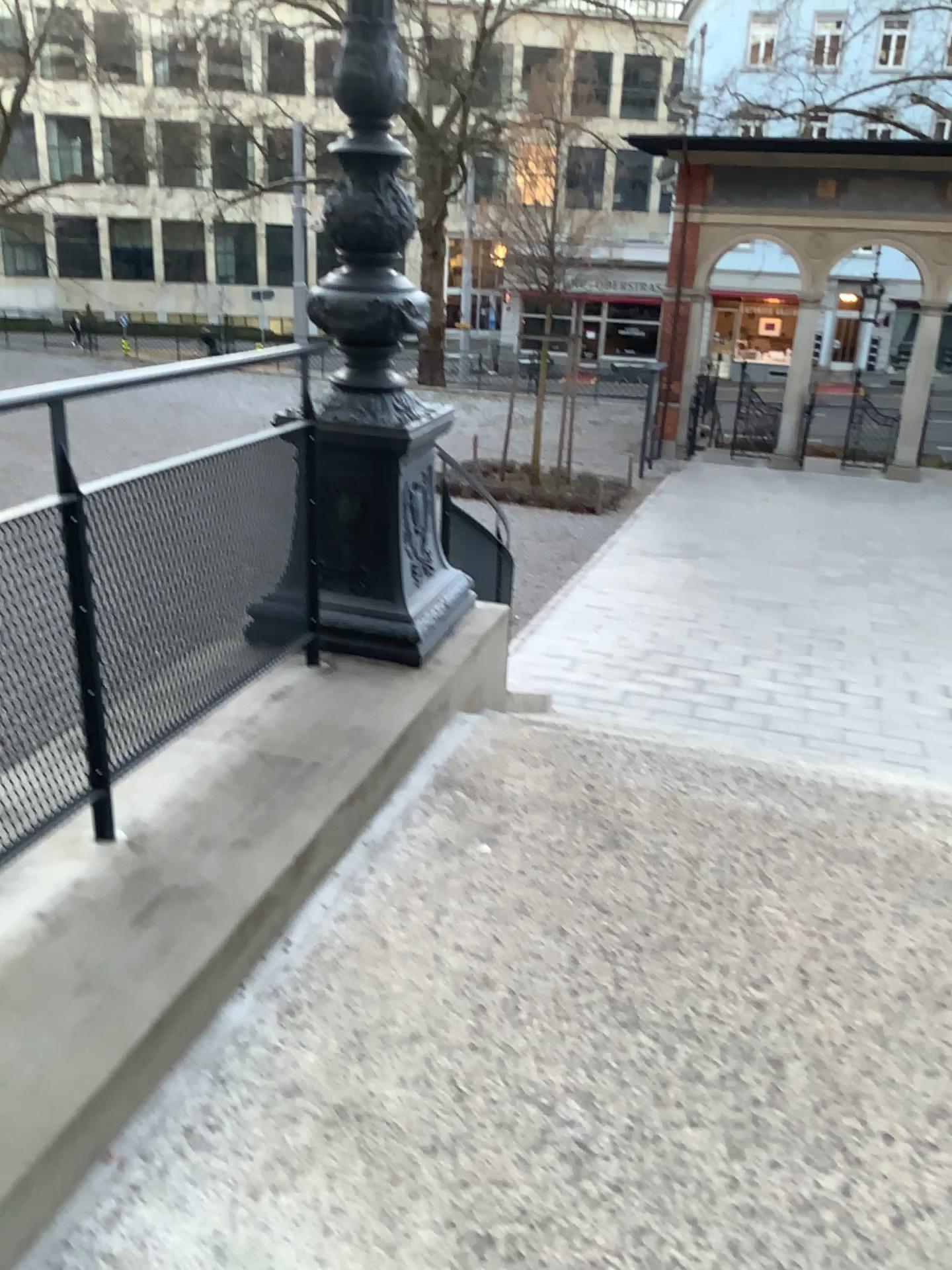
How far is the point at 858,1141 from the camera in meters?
1.9
